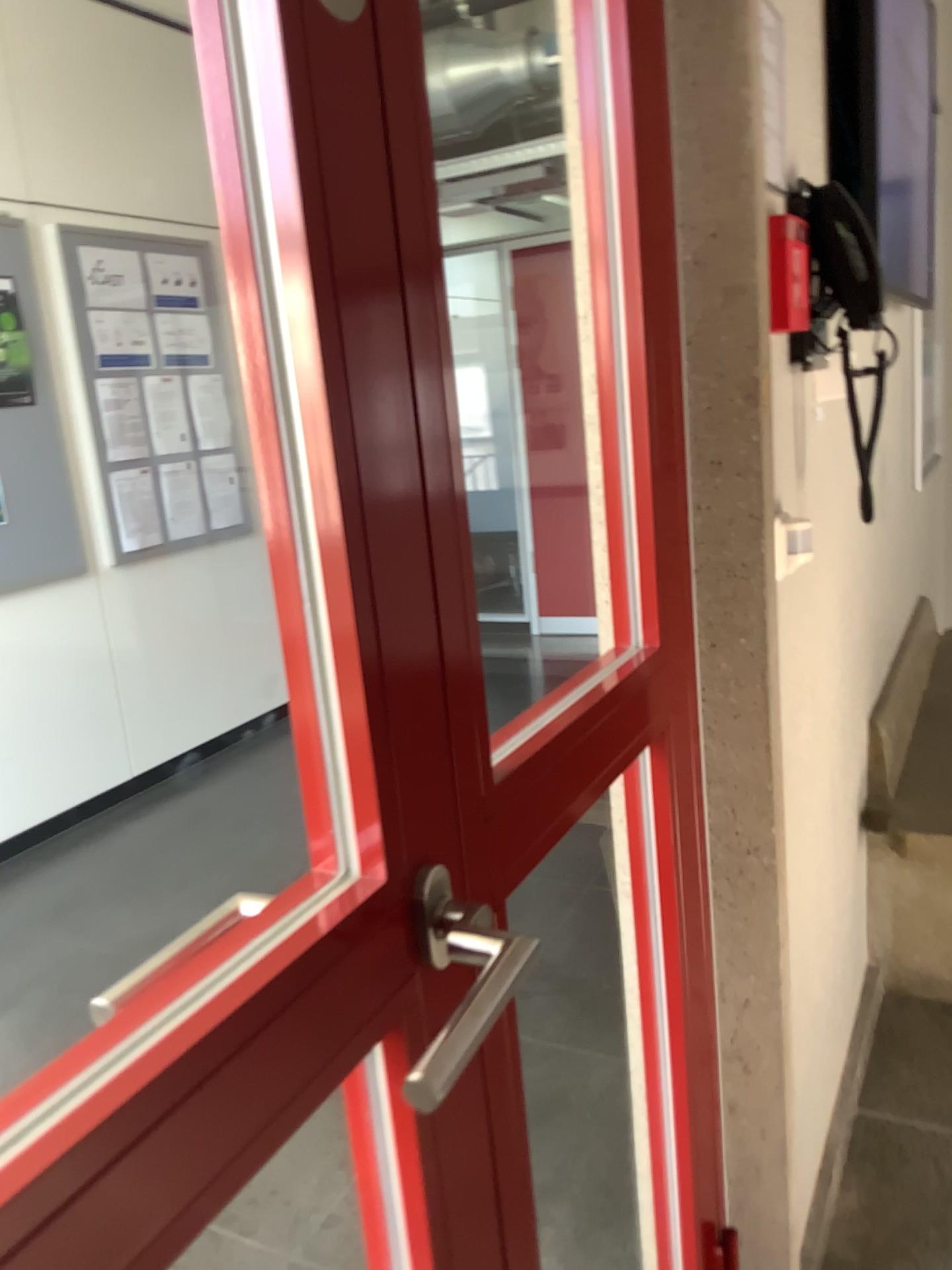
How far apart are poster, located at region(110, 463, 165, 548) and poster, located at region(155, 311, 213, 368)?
0.49m

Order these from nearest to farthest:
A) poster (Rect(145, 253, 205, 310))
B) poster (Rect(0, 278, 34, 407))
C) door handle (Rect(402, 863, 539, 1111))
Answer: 1. door handle (Rect(402, 863, 539, 1111))
2. poster (Rect(0, 278, 34, 407))
3. poster (Rect(145, 253, 205, 310))

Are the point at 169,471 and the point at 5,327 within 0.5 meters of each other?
no

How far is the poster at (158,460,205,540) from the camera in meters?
4.2 m

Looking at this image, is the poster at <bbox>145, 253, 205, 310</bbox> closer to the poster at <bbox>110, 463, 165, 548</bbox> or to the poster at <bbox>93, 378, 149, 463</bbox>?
the poster at <bbox>93, 378, 149, 463</bbox>

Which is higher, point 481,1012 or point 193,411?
point 193,411

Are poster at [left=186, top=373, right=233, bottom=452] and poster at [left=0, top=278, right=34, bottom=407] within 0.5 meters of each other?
no

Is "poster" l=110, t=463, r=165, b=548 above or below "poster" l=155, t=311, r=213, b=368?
below

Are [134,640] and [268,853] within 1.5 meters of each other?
yes

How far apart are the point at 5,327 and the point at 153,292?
0.7 meters
